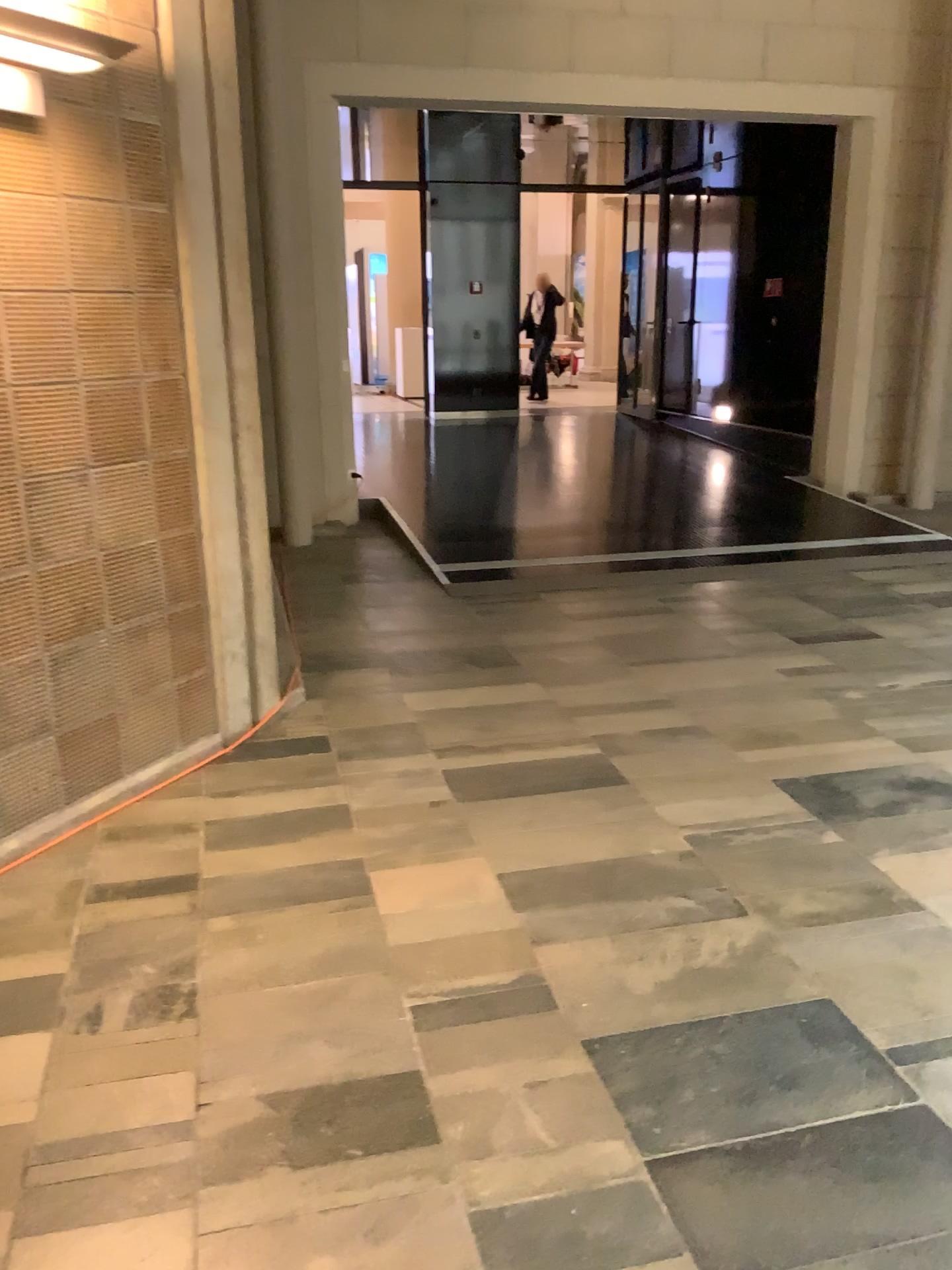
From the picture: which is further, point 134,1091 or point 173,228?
point 173,228
